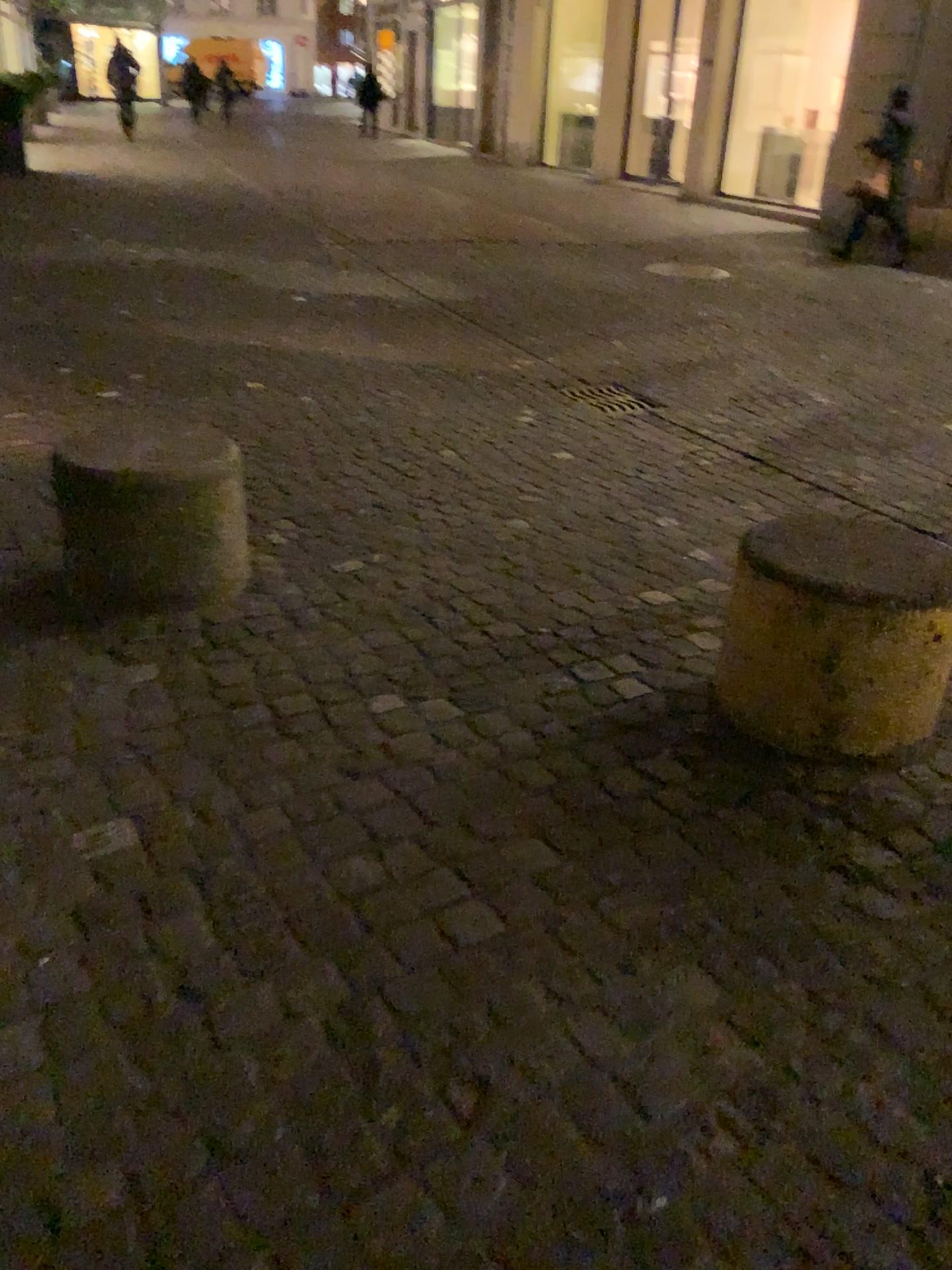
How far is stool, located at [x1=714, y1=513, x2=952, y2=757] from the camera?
2.1 meters

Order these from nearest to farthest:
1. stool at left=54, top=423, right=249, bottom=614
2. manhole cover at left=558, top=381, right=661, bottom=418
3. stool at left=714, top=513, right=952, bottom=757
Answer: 1. stool at left=714, top=513, right=952, bottom=757
2. stool at left=54, top=423, right=249, bottom=614
3. manhole cover at left=558, top=381, right=661, bottom=418

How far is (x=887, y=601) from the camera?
2.14m

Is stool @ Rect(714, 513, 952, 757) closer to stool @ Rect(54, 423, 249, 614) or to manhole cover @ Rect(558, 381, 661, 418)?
stool @ Rect(54, 423, 249, 614)

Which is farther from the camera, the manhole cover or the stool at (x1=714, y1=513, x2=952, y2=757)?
the manhole cover

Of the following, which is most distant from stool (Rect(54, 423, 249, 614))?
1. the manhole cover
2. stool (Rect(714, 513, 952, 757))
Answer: the manhole cover

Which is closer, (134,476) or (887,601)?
(887,601)

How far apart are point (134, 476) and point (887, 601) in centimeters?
188cm

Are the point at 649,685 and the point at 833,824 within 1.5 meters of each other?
yes

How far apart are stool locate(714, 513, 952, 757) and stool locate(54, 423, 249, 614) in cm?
135
